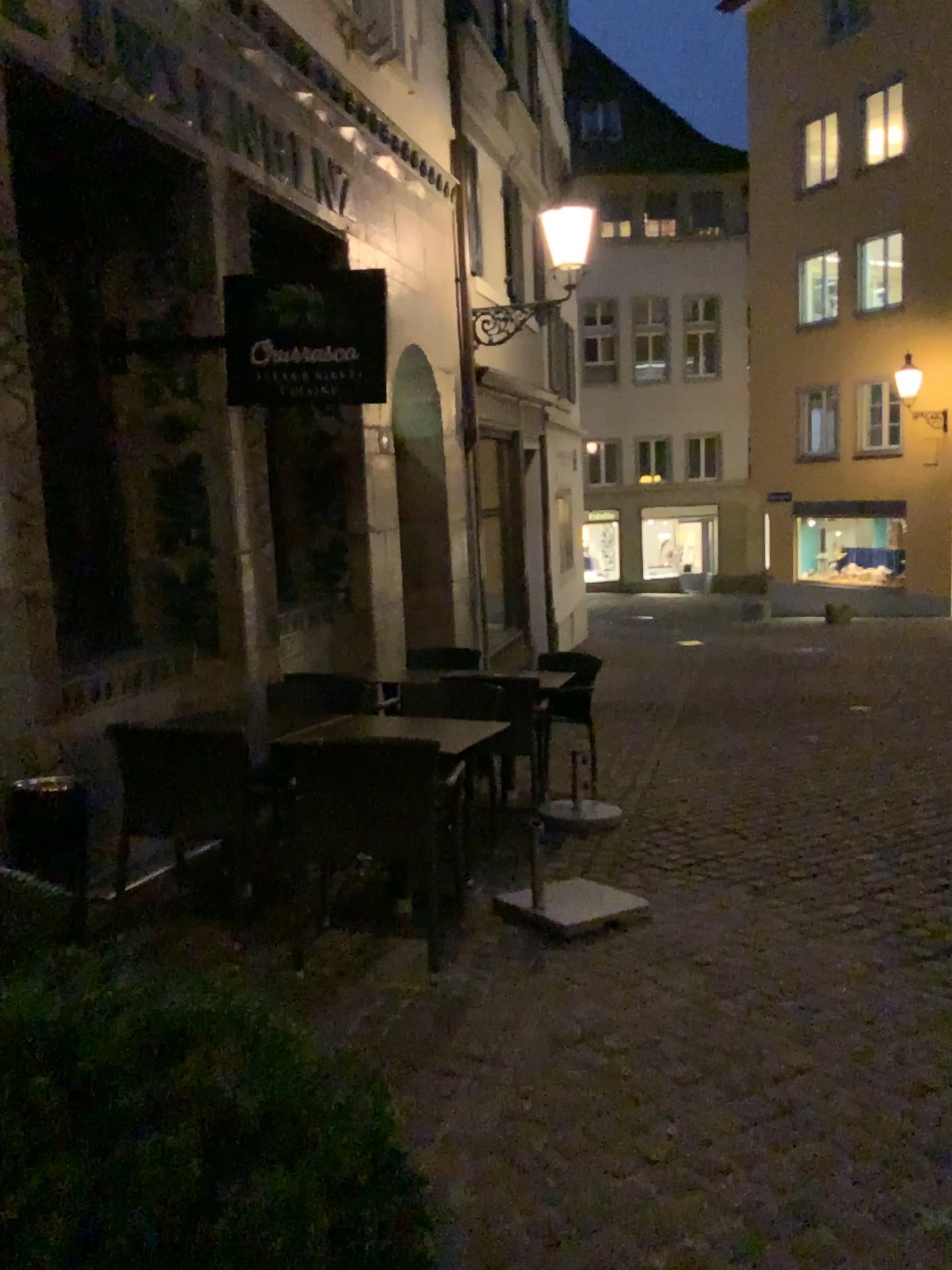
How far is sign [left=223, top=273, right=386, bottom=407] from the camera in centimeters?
483cm

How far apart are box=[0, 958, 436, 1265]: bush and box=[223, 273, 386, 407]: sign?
3.9 meters

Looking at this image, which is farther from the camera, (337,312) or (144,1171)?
(337,312)

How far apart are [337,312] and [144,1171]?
4.4m

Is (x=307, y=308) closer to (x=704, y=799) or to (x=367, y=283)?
(x=367, y=283)

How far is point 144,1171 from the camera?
0.90m

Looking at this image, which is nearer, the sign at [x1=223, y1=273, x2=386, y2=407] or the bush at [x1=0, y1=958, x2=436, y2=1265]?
the bush at [x1=0, y1=958, x2=436, y2=1265]

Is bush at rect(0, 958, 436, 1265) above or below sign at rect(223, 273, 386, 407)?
below

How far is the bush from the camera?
0.9 meters
